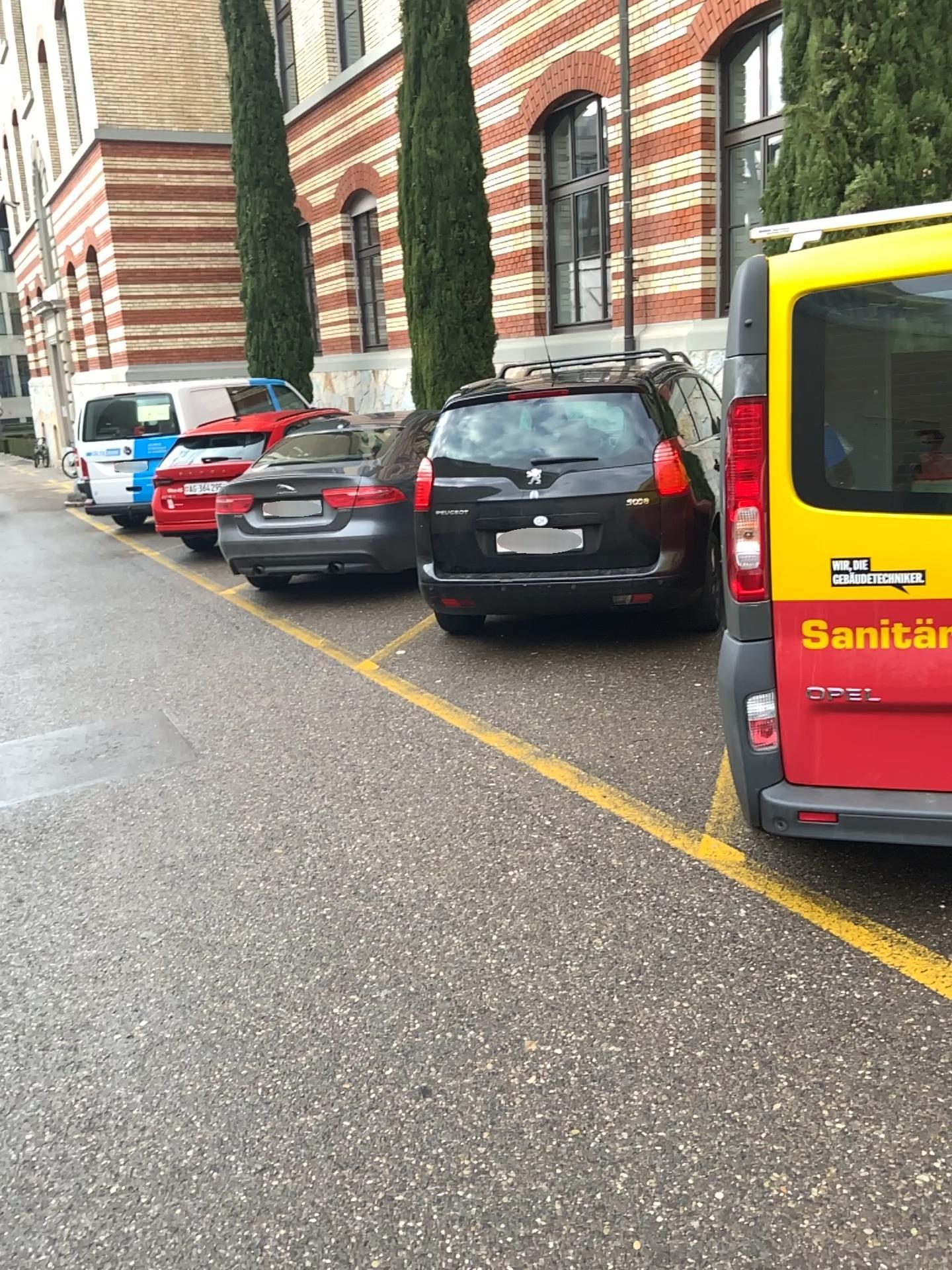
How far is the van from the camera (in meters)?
2.73

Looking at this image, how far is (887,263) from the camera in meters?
2.7

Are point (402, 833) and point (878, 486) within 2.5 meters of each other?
yes
